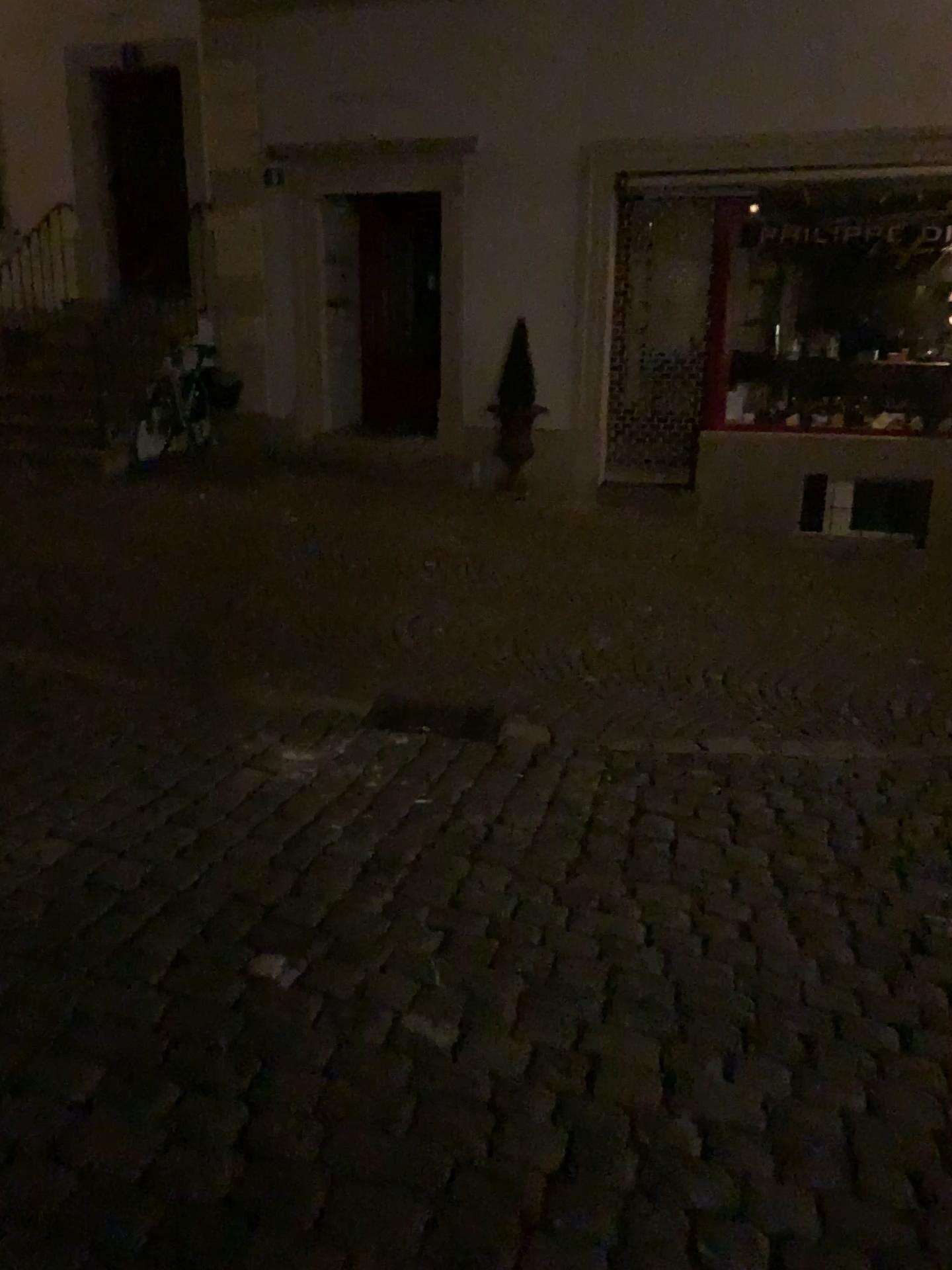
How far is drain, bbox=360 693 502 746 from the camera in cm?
416

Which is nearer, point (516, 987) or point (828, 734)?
point (516, 987)

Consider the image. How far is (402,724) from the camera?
4.2m
